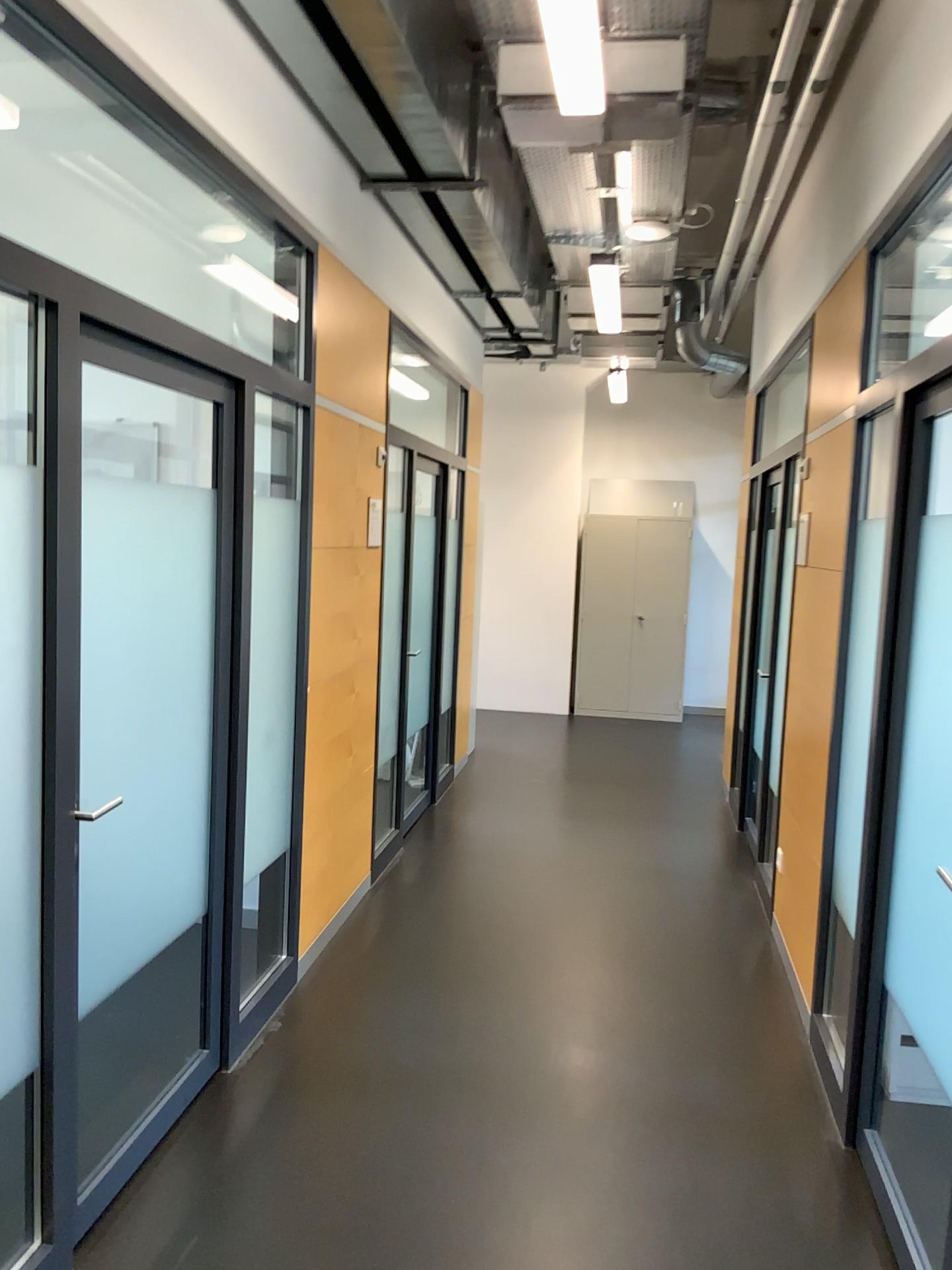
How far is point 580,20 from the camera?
2.8 meters

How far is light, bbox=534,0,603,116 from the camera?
2.78m

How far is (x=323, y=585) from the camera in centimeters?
408cm

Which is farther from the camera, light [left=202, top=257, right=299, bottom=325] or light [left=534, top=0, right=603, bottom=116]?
light [left=202, top=257, right=299, bottom=325]

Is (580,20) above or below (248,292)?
above

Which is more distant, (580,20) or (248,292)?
(248,292)
